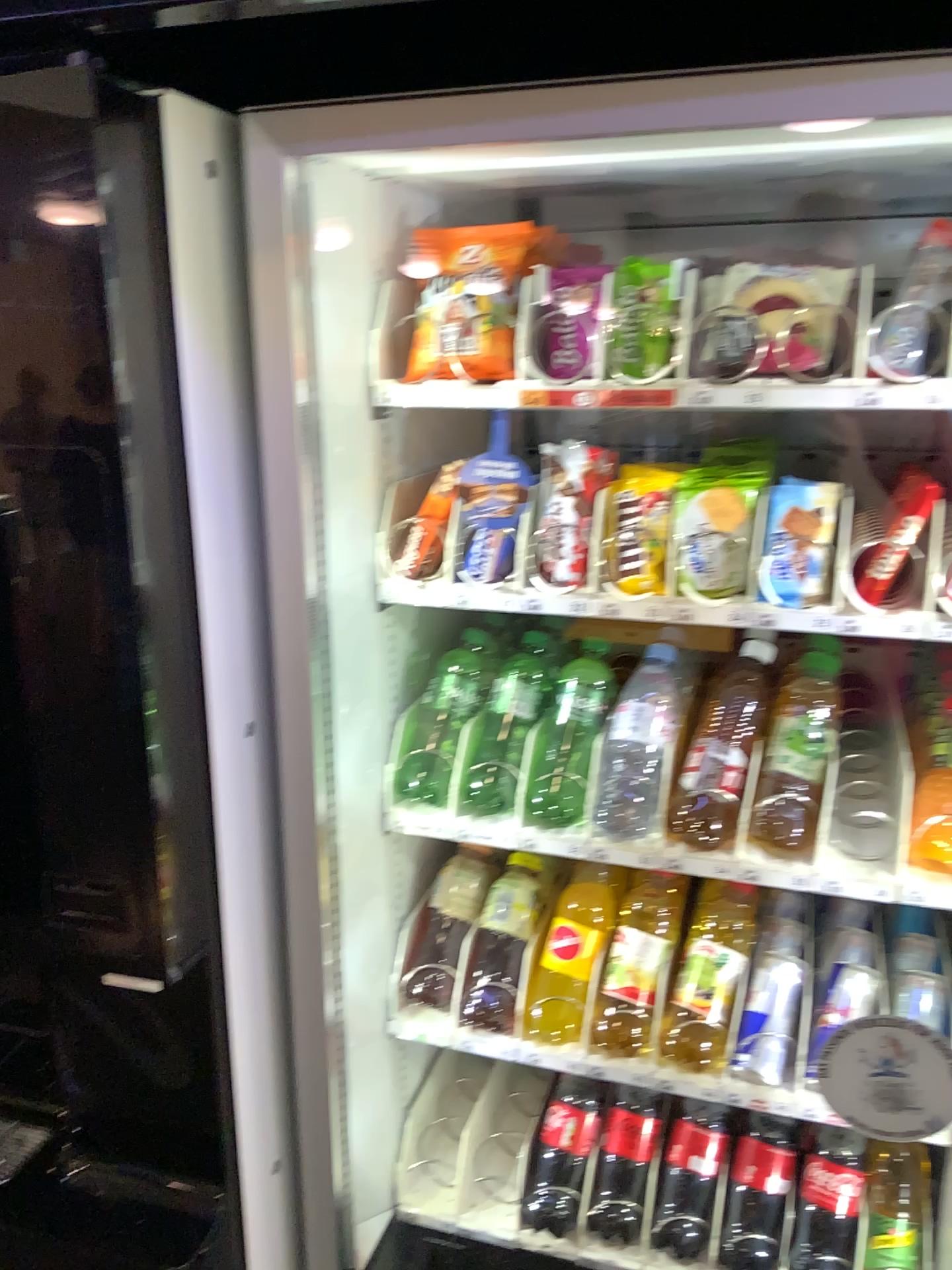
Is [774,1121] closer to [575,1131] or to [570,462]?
[575,1131]

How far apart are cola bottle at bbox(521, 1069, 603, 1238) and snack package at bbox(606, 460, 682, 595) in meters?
0.7

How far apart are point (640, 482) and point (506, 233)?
0.3 meters

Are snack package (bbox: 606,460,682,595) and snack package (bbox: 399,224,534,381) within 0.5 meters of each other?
yes

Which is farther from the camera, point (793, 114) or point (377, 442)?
point (377, 442)

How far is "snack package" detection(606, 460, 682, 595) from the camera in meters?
1.1

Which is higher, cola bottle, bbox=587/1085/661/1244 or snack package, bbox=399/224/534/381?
snack package, bbox=399/224/534/381

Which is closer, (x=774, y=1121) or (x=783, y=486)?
(x=783, y=486)

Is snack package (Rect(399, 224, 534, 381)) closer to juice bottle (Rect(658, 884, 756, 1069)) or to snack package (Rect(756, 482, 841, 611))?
snack package (Rect(756, 482, 841, 611))

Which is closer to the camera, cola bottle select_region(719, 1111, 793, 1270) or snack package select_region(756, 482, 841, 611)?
snack package select_region(756, 482, 841, 611)
